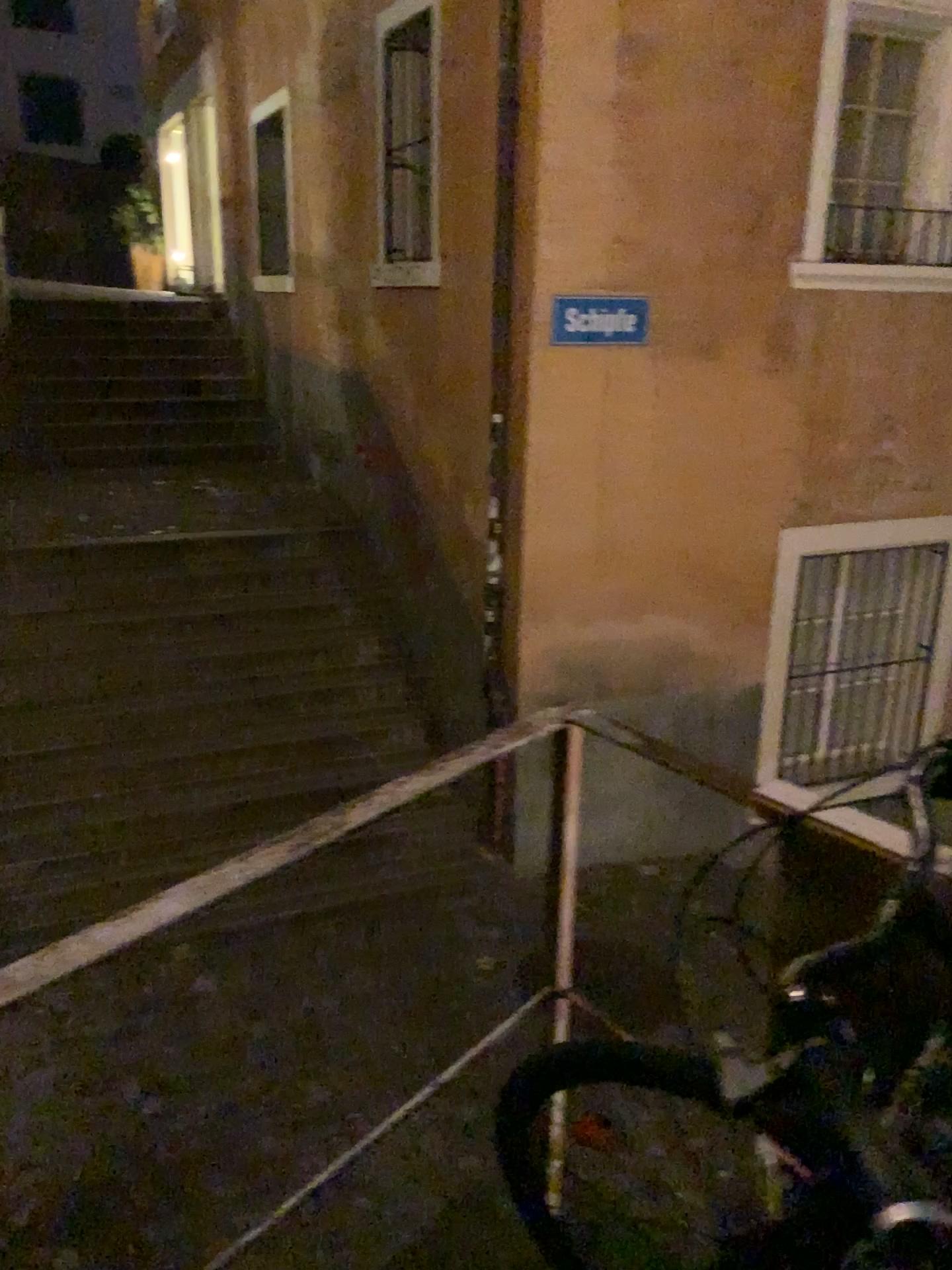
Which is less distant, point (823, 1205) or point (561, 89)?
point (823, 1205)

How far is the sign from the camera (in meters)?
4.80

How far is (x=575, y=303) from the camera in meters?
4.8
